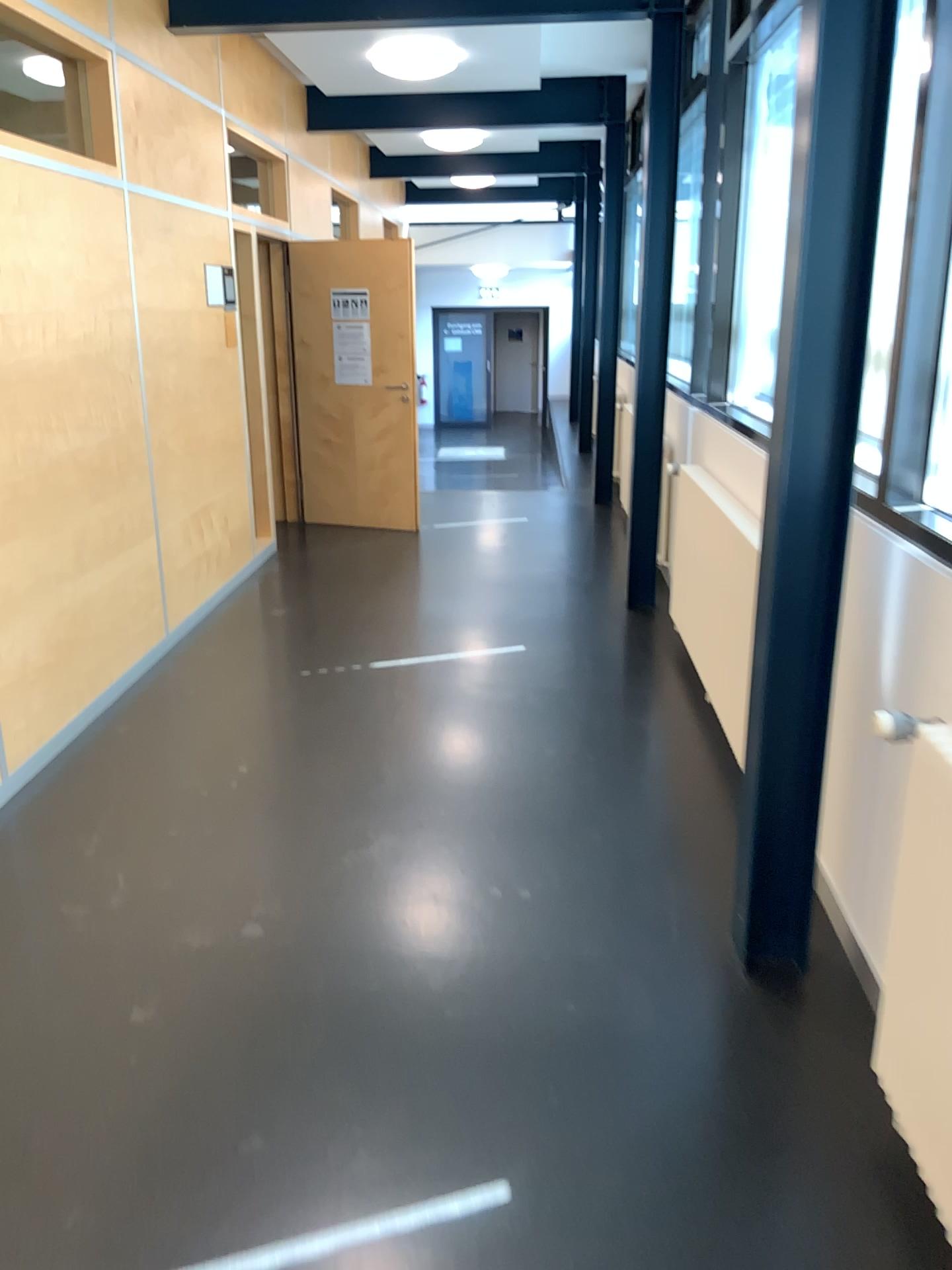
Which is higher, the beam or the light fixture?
the light fixture

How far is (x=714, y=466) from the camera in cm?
441

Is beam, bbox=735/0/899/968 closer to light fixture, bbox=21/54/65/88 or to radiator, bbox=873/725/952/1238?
radiator, bbox=873/725/952/1238

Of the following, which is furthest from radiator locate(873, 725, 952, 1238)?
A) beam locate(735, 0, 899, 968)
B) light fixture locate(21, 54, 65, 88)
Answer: light fixture locate(21, 54, 65, 88)

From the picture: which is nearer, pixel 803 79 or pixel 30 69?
pixel 803 79

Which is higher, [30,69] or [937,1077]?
[30,69]

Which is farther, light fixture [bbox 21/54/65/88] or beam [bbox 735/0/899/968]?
light fixture [bbox 21/54/65/88]

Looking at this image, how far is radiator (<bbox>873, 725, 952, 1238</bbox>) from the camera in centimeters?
188cm

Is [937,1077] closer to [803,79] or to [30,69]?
[803,79]
